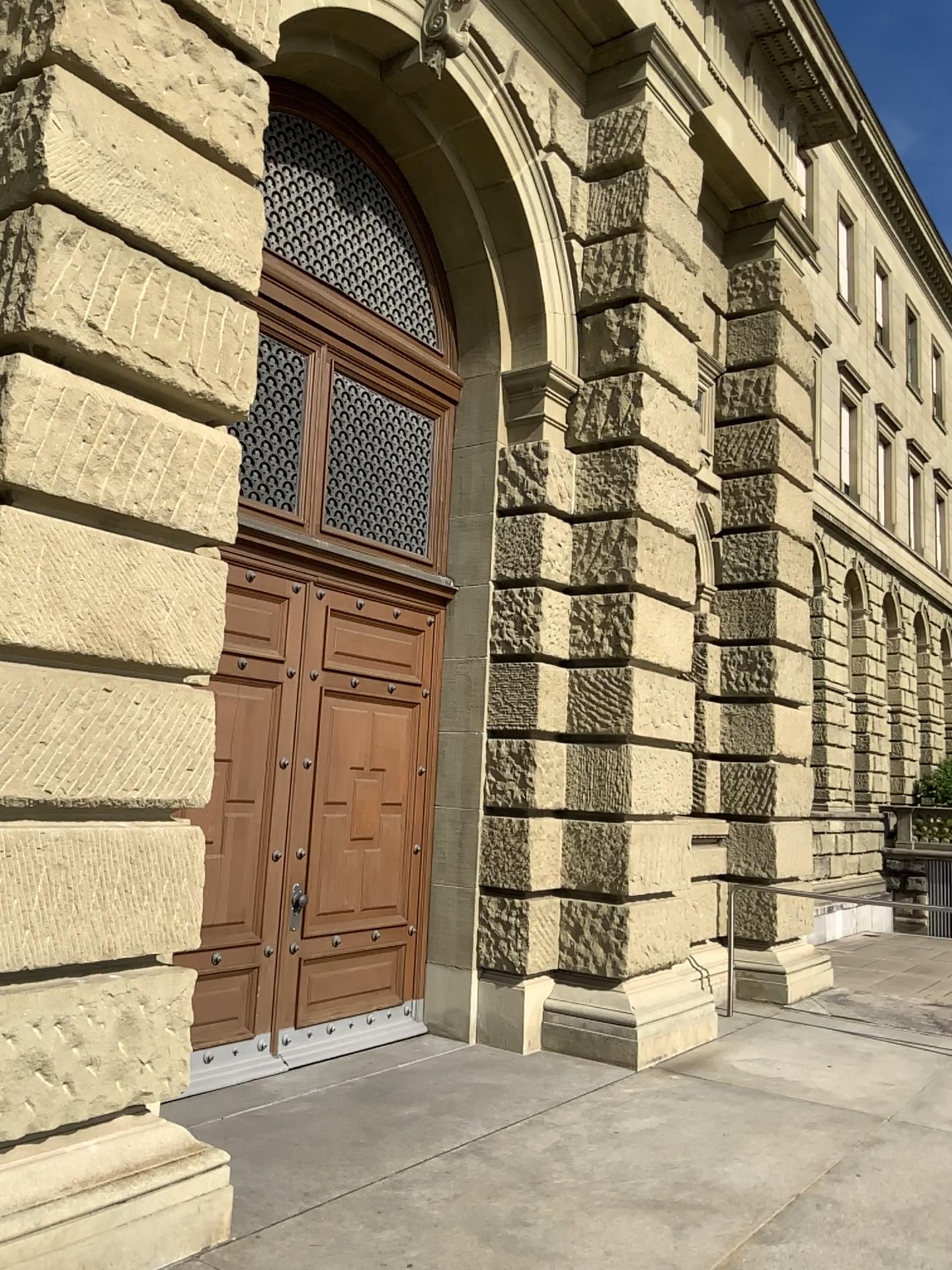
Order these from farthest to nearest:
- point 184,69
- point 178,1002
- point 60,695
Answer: point 184,69 → point 178,1002 → point 60,695
